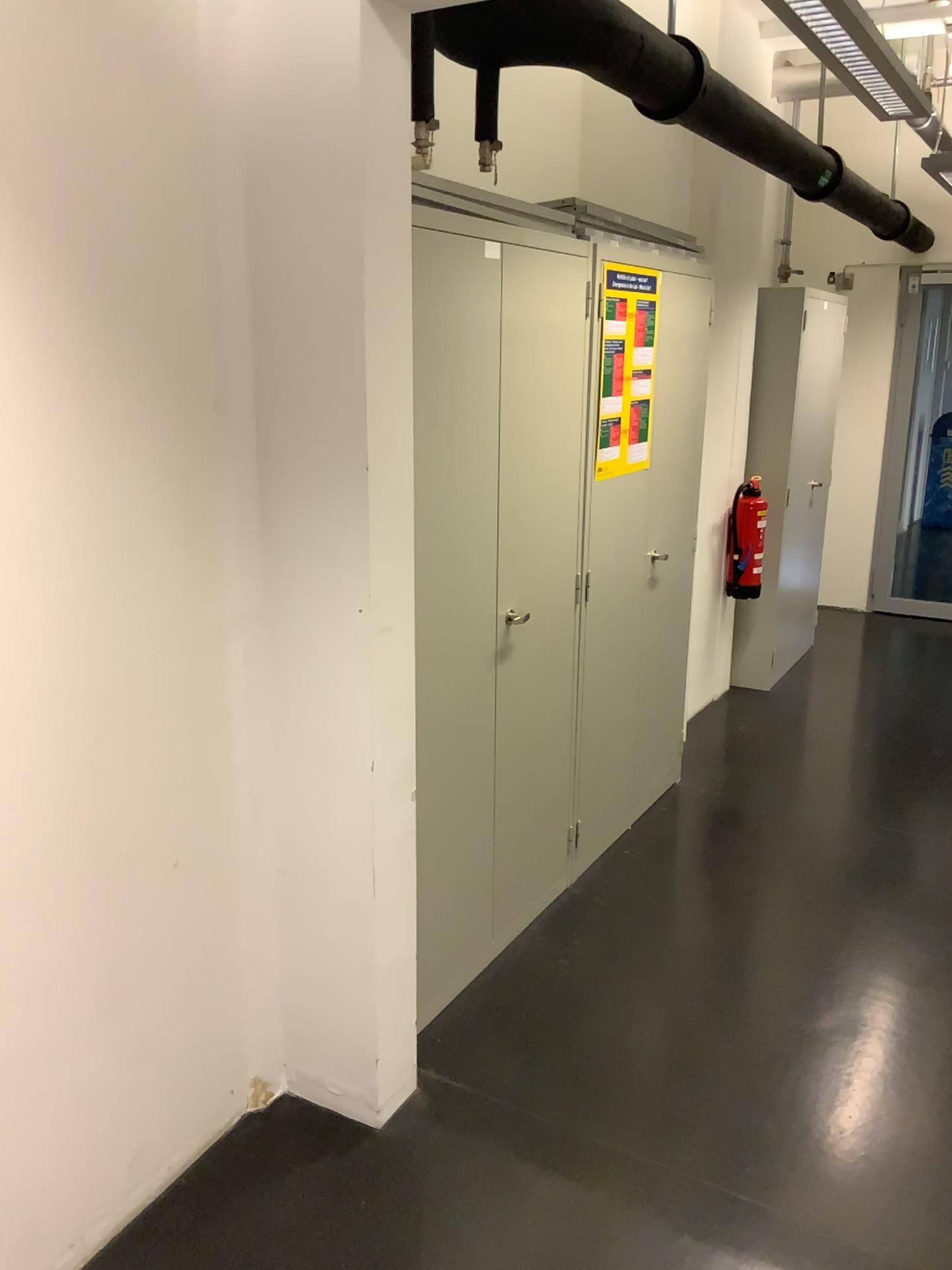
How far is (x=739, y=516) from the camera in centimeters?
488cm

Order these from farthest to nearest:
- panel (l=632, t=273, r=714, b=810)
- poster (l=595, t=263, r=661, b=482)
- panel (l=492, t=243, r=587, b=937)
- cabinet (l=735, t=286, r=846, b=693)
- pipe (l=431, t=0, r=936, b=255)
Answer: cabinet (l=735, t=286, r=846, b=693) → panel (l=632, t=273, r=714, b=810) → poster (l=595, t=263, r=661, b=482) → panel (l=492, t=243, r=587, b=937) → pipe (l=431, t=0, r=936, b=255)

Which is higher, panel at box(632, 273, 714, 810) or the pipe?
the pipe

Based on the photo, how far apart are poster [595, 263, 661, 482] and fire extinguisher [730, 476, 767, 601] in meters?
1.6 m

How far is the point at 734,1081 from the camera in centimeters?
240cm

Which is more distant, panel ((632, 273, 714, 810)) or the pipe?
panel ((632, 273, 714, 810))

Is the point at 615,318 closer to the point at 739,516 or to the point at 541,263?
the point at 541,263

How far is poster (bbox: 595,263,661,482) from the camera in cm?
304

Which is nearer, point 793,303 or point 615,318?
point 615,318

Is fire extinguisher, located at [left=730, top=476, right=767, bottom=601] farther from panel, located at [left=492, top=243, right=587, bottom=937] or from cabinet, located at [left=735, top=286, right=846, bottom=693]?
panel, located at [left=492, top=243, right=587, bottom=937]
